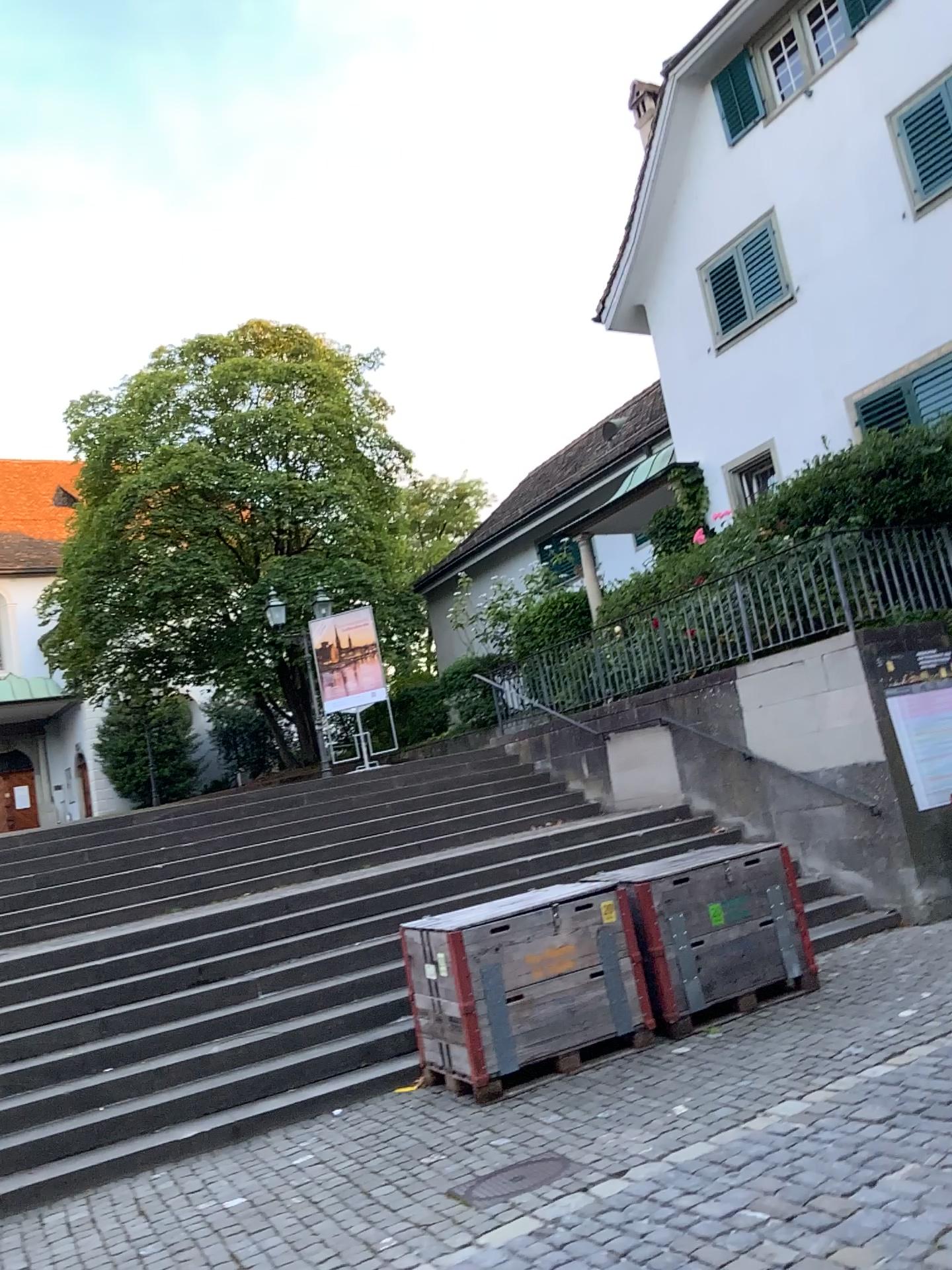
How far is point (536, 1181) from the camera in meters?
4.5

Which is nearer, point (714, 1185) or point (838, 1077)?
point (714, 1185)

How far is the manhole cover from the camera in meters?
4.5
